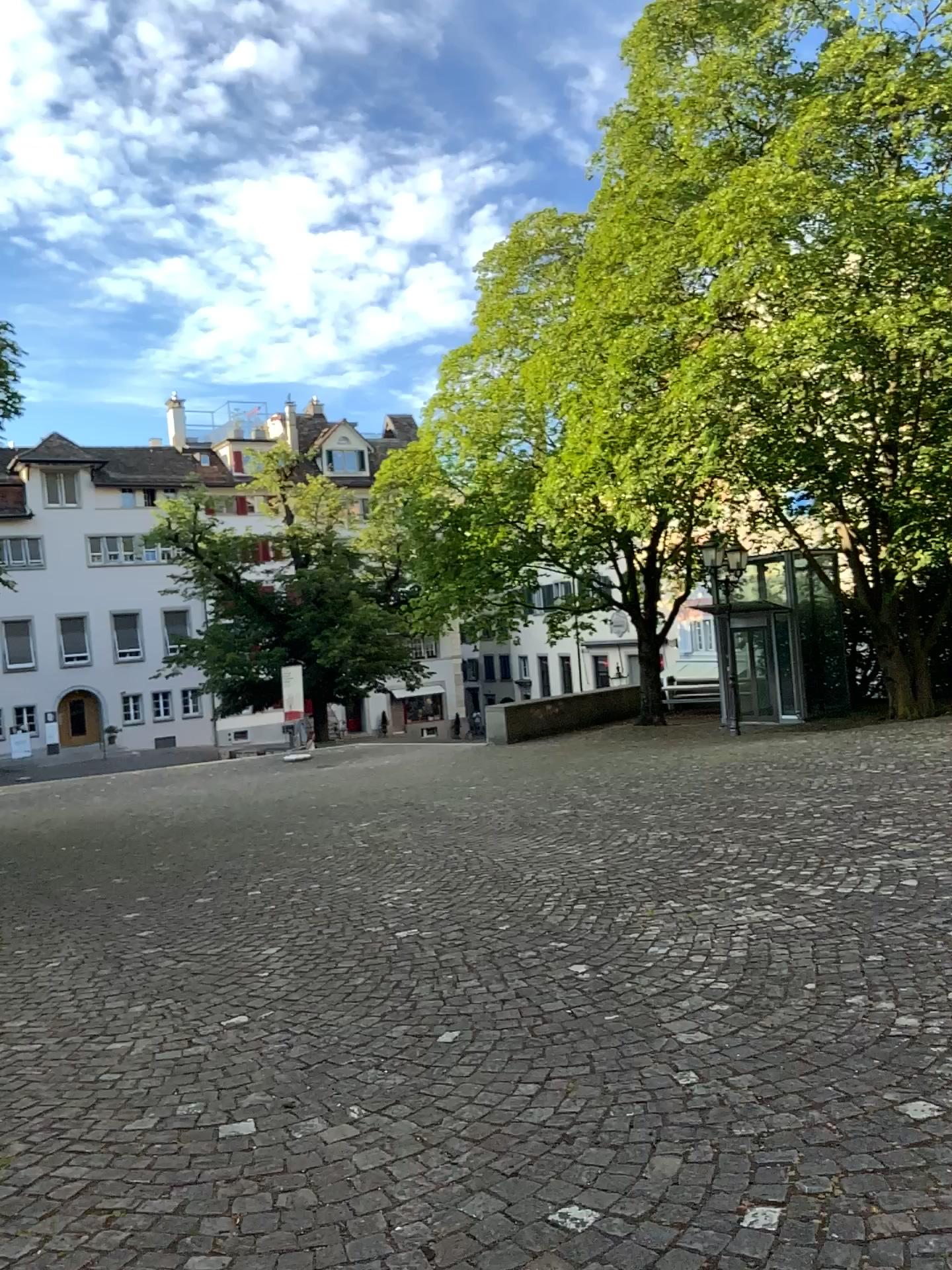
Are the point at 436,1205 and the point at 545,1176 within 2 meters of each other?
yes
